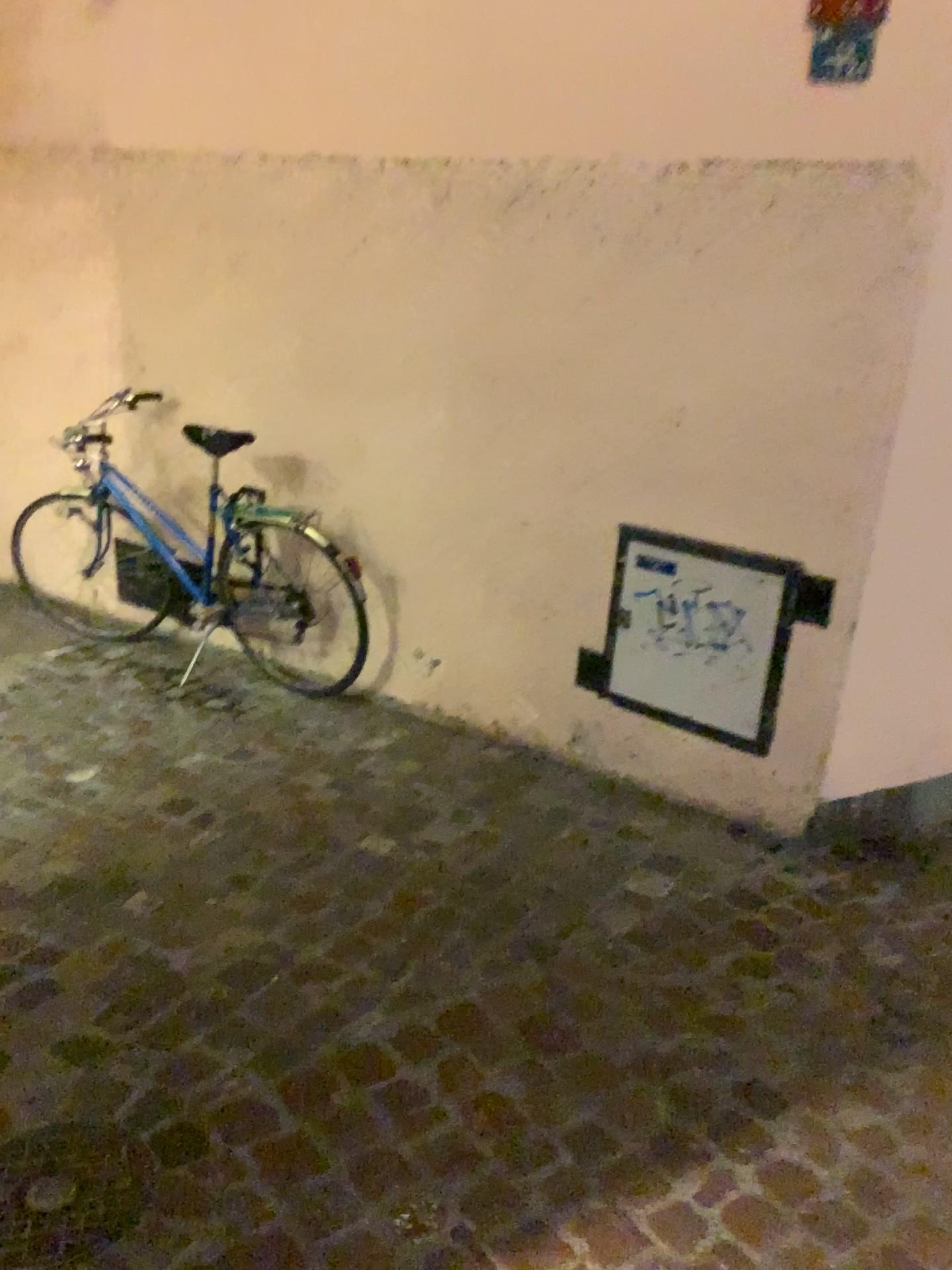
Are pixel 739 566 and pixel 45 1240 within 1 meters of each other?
no

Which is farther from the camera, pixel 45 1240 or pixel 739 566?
pixel 739 566

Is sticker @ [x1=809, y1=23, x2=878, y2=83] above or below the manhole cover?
above

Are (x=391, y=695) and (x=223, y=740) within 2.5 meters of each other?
yes

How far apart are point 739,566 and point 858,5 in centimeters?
130cm

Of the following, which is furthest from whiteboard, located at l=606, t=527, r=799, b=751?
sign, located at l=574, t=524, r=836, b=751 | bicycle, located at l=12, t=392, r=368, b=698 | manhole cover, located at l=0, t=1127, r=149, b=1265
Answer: manhole cover, located at l=0, t=1127, r=149, b=1265

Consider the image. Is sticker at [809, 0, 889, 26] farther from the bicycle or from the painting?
the bicycle

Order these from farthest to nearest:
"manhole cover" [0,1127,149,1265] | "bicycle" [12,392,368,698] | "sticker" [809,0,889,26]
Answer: "bicycle" [12,392,368,698] → "sticker" [809,0,889,26] → "manhole cover" [0,1127,149,1265]

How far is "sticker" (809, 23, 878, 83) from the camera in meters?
2.3

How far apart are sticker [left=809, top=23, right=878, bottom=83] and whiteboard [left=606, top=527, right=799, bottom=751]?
1.14m
